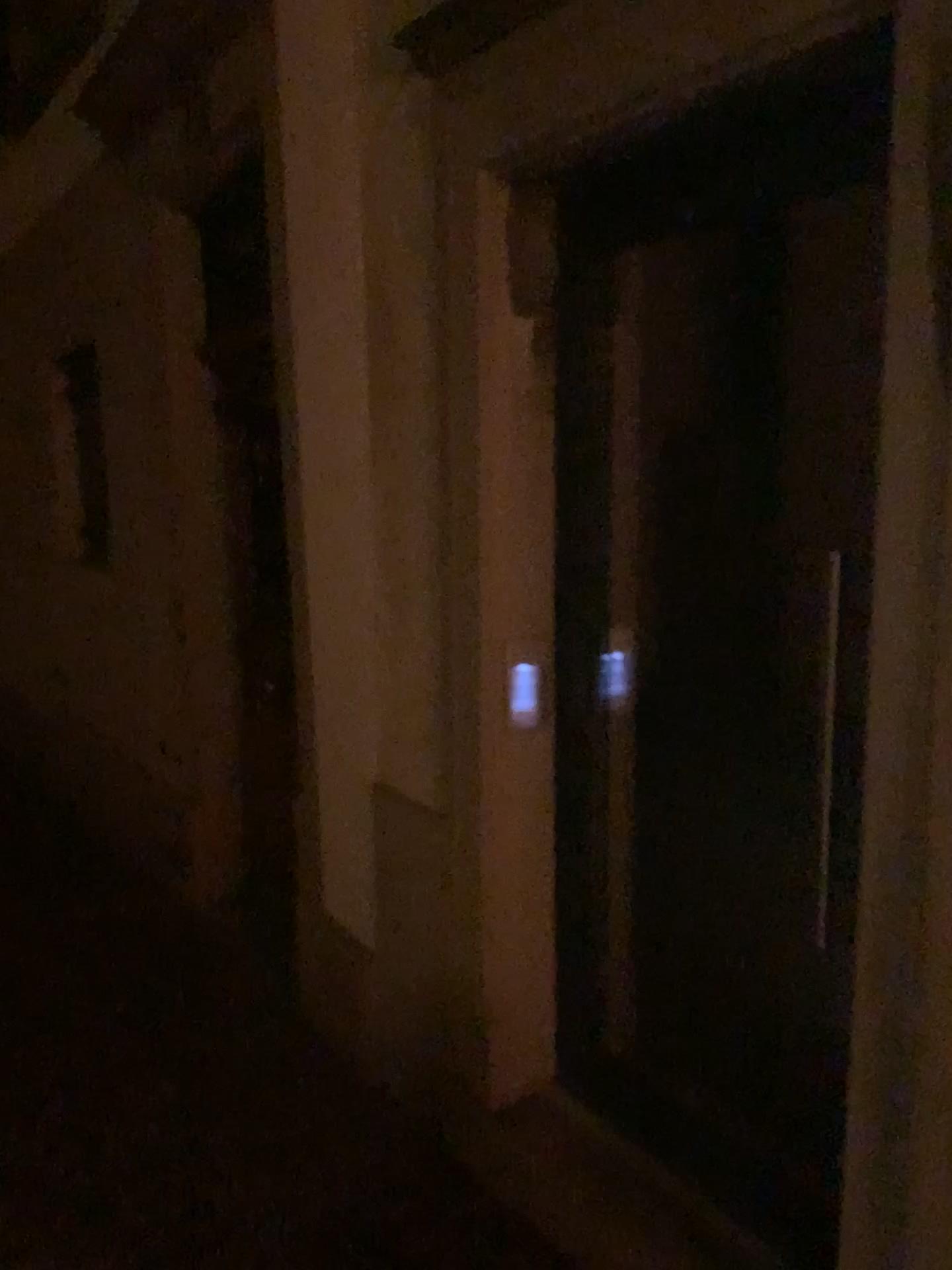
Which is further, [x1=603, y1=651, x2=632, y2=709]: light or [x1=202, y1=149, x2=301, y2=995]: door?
[x1=202, y1=149, x2=301, y2=995]: door

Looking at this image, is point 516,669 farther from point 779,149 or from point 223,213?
point 223,213

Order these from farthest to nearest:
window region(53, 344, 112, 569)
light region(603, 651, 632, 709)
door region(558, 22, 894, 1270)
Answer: window region(53, 344, 112, 569) < light region(603, 651, 632, 709) < door region(558, 22, 894, 1270)

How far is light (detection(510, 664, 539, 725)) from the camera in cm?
222

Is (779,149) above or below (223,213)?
below

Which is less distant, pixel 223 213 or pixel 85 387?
pixel 223 213

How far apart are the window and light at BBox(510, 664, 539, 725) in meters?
3.0 m

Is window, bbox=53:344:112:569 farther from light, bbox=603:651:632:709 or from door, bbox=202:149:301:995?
light, bbox=603:651:632:709

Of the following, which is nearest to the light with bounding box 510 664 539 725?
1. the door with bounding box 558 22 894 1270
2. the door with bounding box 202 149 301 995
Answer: the door with bounding box 558 22 894 1270

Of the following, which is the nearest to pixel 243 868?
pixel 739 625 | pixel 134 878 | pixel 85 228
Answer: pixel 134 878
